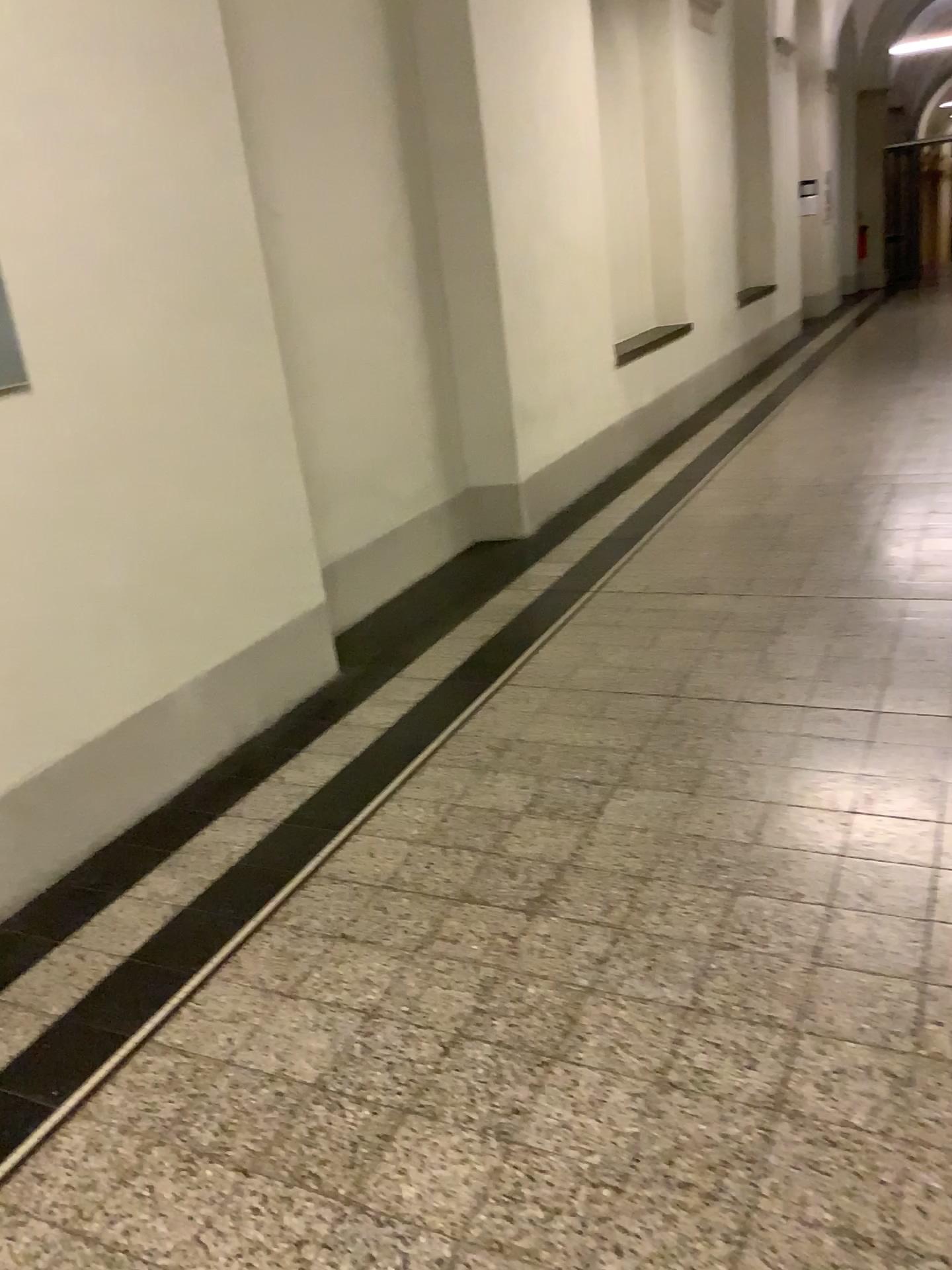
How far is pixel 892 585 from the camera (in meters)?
4.11
